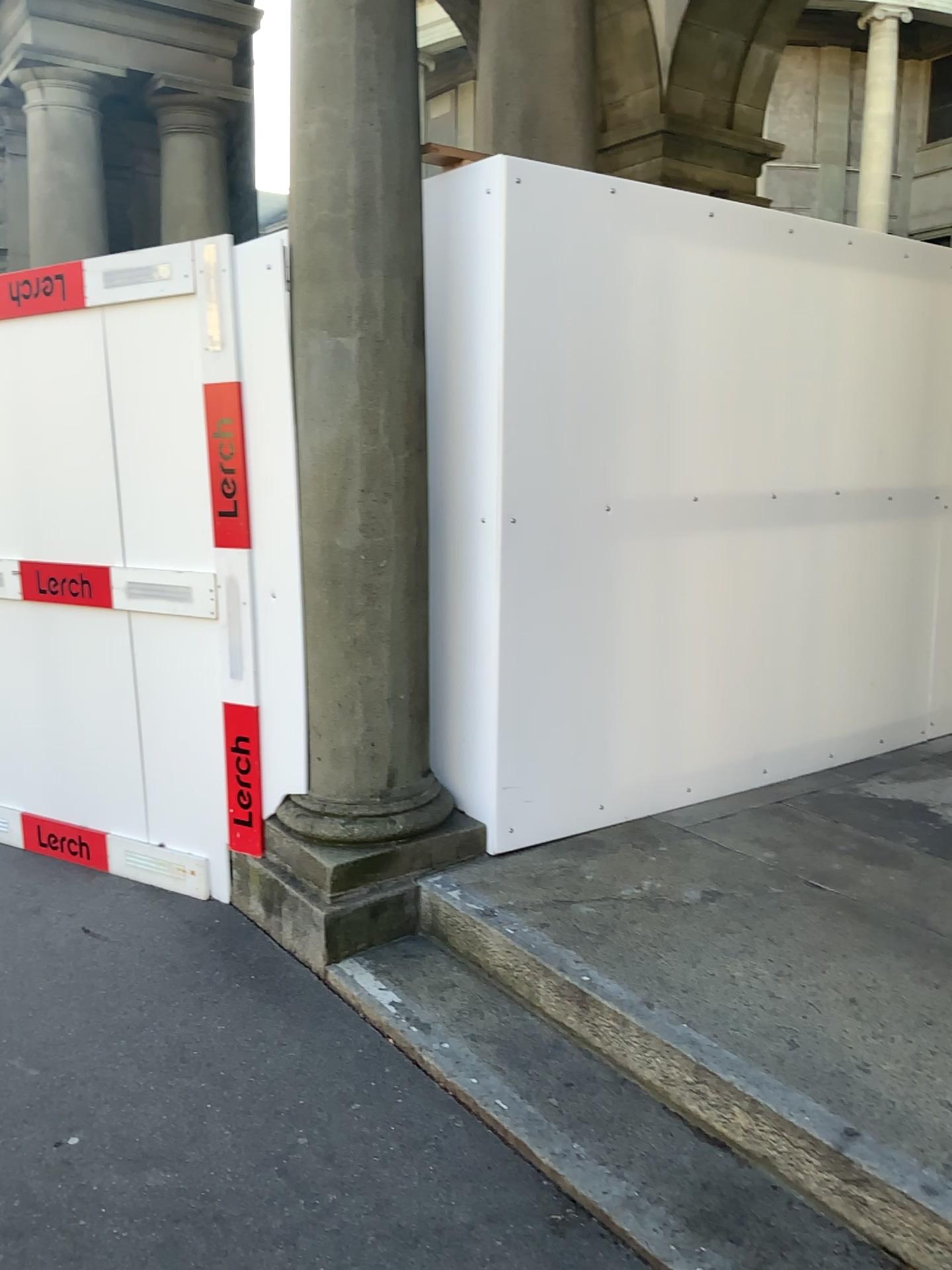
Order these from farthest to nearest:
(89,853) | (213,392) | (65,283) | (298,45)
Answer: (89,853), (65,283), (213,392), (298,45)

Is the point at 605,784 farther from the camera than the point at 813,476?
No

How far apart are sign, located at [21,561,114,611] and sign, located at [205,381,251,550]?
0.70m

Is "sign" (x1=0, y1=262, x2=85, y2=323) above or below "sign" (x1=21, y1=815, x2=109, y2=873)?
above

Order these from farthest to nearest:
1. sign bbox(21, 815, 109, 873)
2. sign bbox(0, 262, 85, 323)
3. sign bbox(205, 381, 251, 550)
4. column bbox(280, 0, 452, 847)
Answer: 1. sign bbox(21, 815, 109, 873)
2. sign bbox(0, 262, 85, 323)
3. sign bbox(205, 381, 251, 550)
4. column bbox(280, 0, 452, 847)

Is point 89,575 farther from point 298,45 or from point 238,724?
point 298,45

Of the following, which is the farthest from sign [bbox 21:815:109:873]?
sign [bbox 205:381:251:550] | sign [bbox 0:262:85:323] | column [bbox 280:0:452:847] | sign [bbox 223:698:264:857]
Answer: sign [bbox 0:262:85:323]

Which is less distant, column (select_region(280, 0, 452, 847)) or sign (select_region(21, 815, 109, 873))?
column (select_region(280, 0, 452, 847))

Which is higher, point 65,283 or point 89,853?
point 65,283

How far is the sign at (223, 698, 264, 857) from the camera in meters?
→ 3.4
